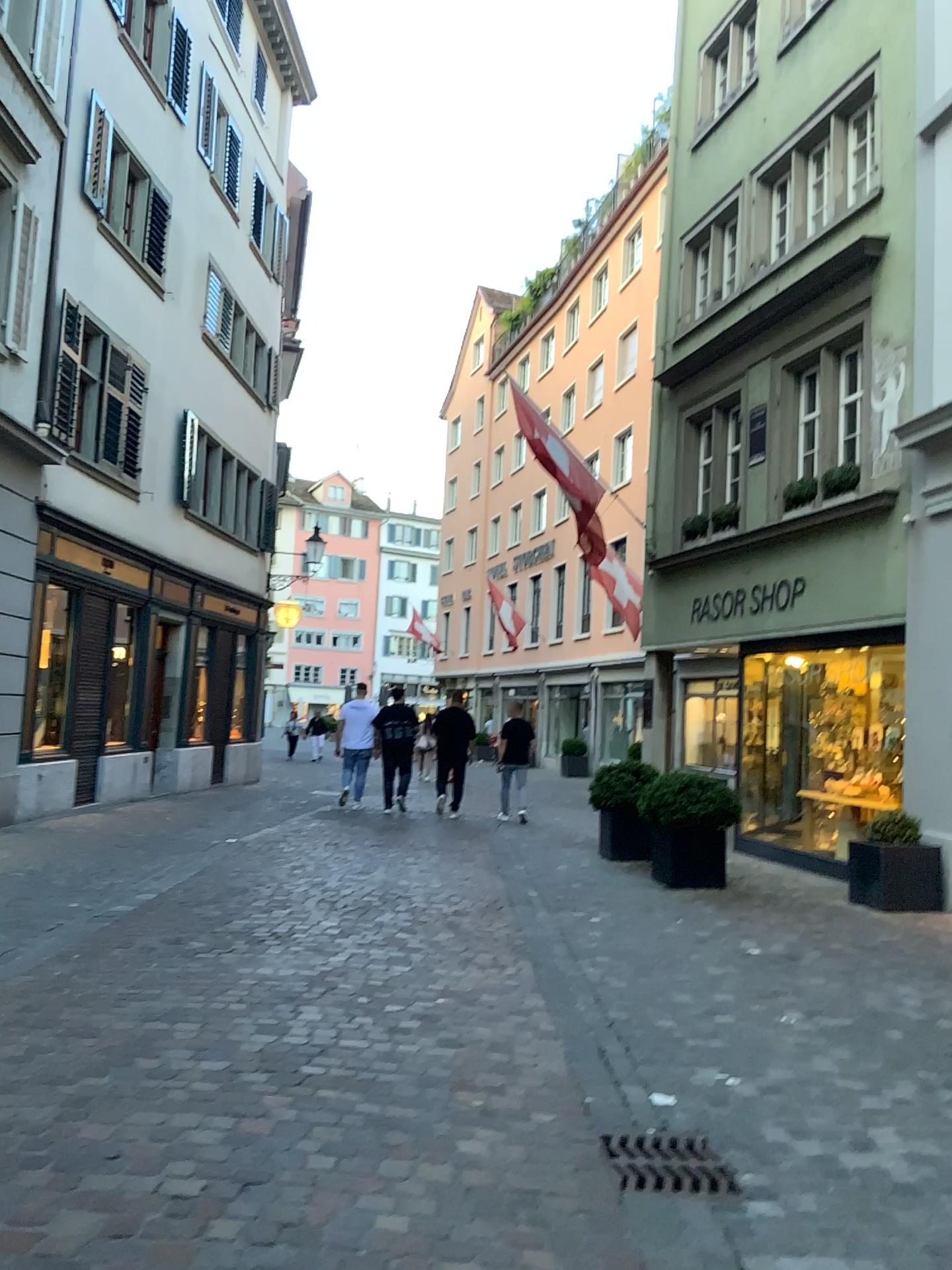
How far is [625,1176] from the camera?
3.3m

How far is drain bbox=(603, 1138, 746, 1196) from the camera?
3.3m

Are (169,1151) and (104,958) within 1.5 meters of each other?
no
